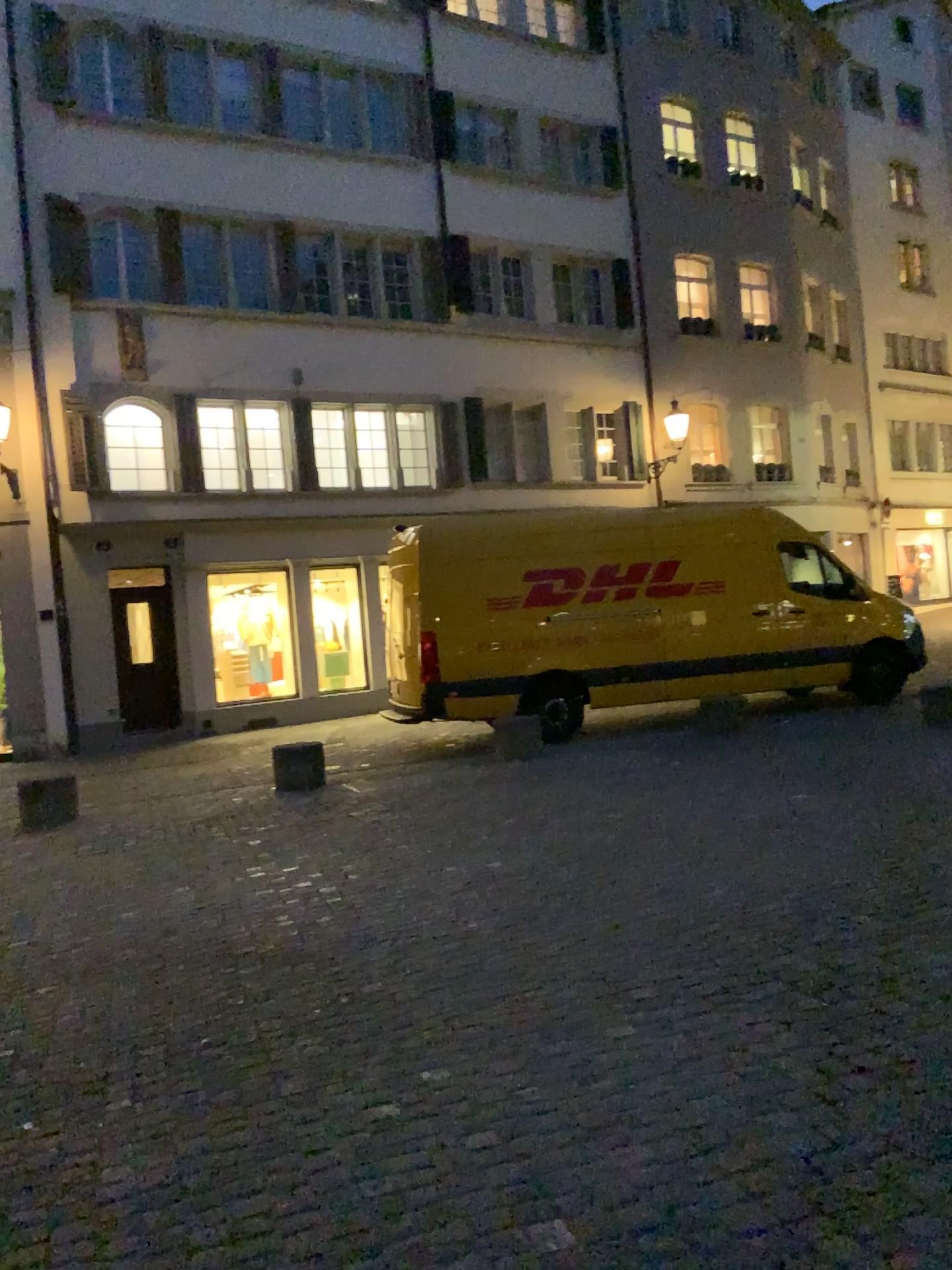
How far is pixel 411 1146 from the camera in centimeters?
274cm
